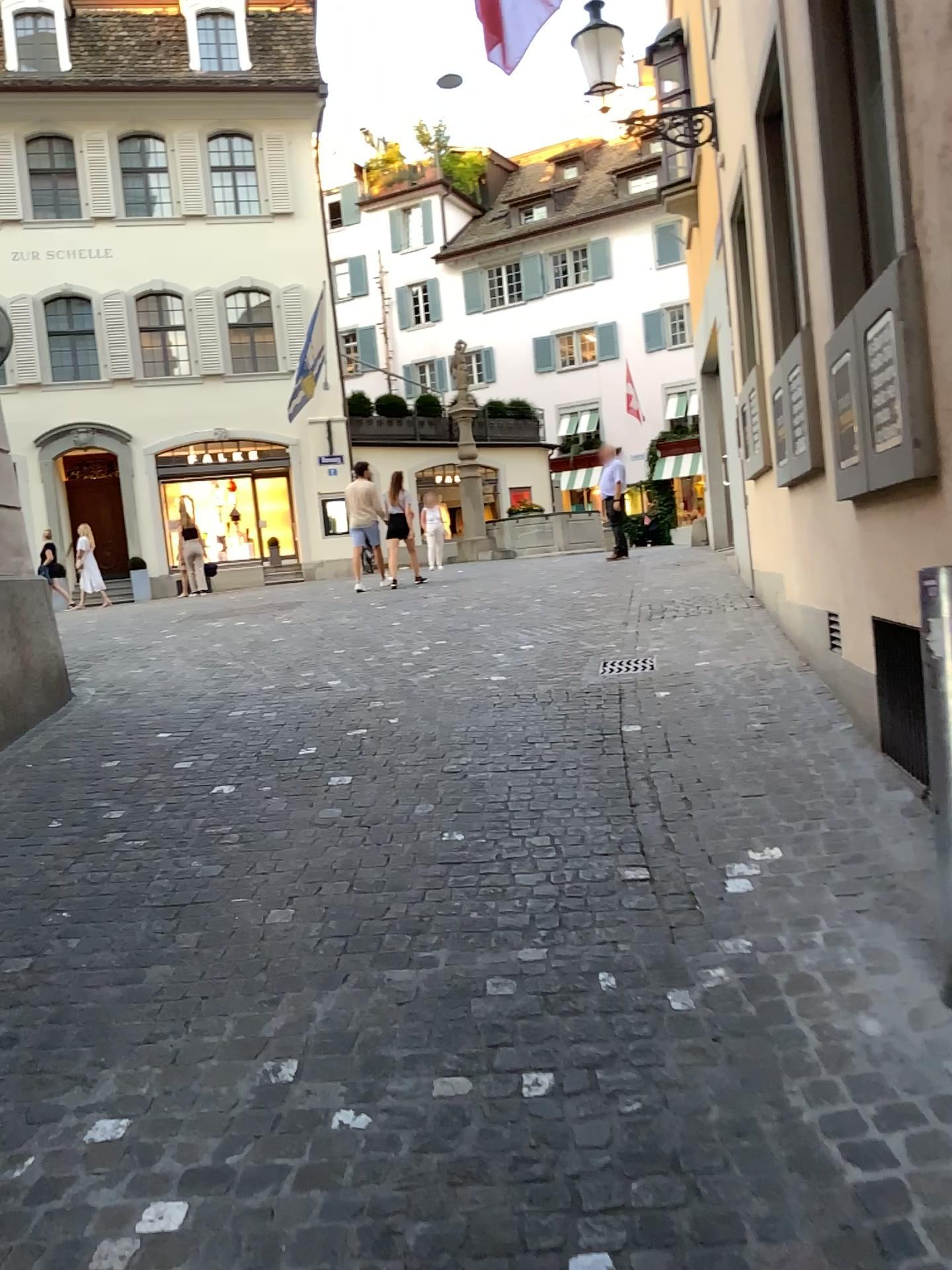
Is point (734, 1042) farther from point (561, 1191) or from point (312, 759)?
point (312, 759)
